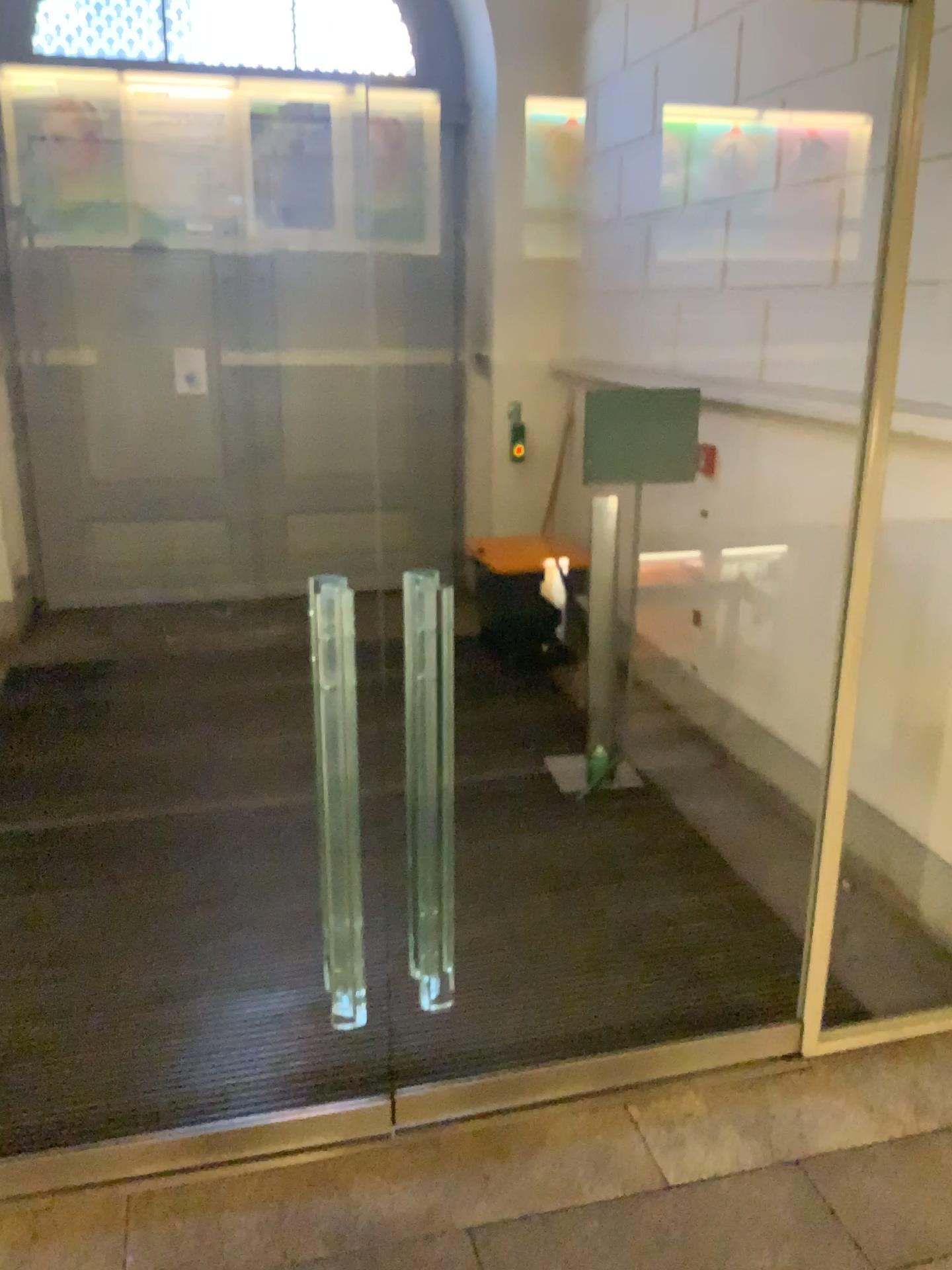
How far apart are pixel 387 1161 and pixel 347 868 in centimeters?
80cm

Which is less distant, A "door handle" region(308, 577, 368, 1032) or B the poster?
A "door handle" region(308, 577, 368, 1032)

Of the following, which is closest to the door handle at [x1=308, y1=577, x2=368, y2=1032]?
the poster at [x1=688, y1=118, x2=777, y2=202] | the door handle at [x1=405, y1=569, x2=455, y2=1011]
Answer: the door handle at [x1=405, y1=569, x2=455, y2=1011]

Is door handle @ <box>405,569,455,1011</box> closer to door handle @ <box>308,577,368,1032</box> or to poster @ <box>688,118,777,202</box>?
door handle @ <box>308,577,368,1032</box>

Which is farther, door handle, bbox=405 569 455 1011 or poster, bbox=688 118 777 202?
poster, bbox=688 118 777 202

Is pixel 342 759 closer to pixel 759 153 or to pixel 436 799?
pixel 436 799

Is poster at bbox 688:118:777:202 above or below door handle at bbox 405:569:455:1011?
above

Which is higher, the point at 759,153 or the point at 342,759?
the point at 759,153

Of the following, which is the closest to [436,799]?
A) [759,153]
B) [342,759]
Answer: [342,759]

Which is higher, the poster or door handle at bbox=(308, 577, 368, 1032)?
the poster
